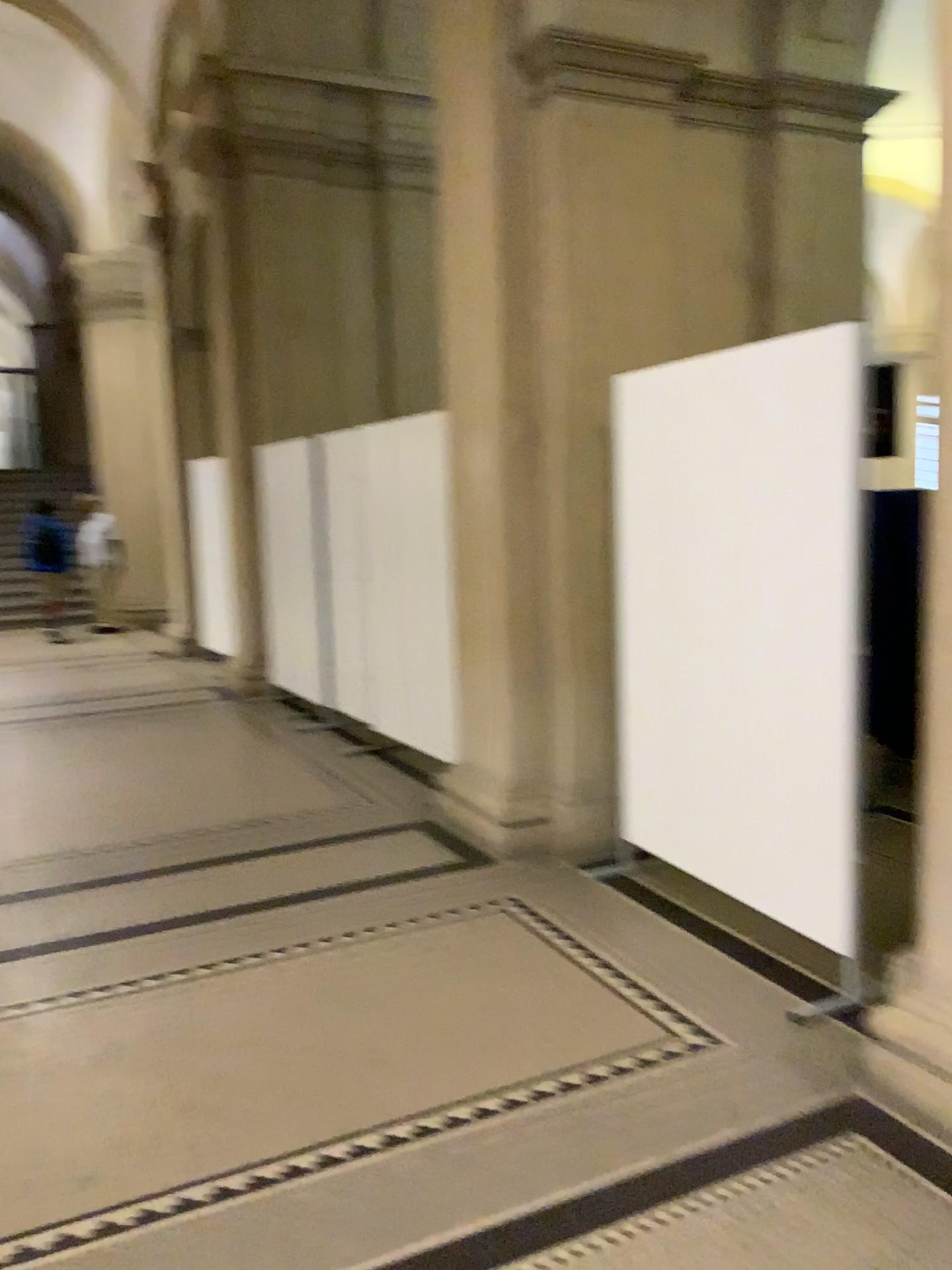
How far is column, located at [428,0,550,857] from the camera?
4.18m

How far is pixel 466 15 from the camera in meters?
4.2 m

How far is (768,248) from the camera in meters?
4.6
